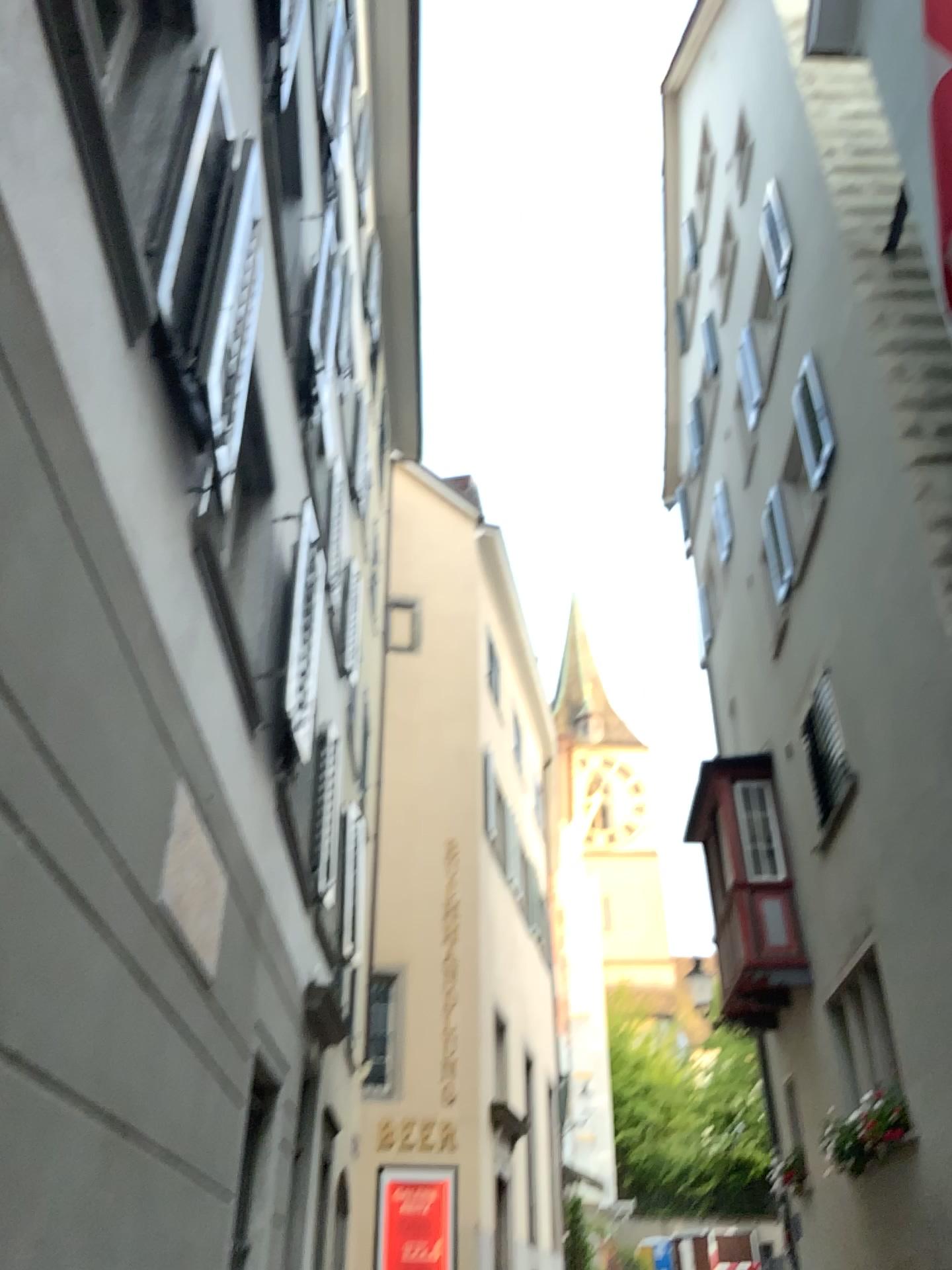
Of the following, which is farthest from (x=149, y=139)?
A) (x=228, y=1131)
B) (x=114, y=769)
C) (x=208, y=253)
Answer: (x=228, y=1131)
